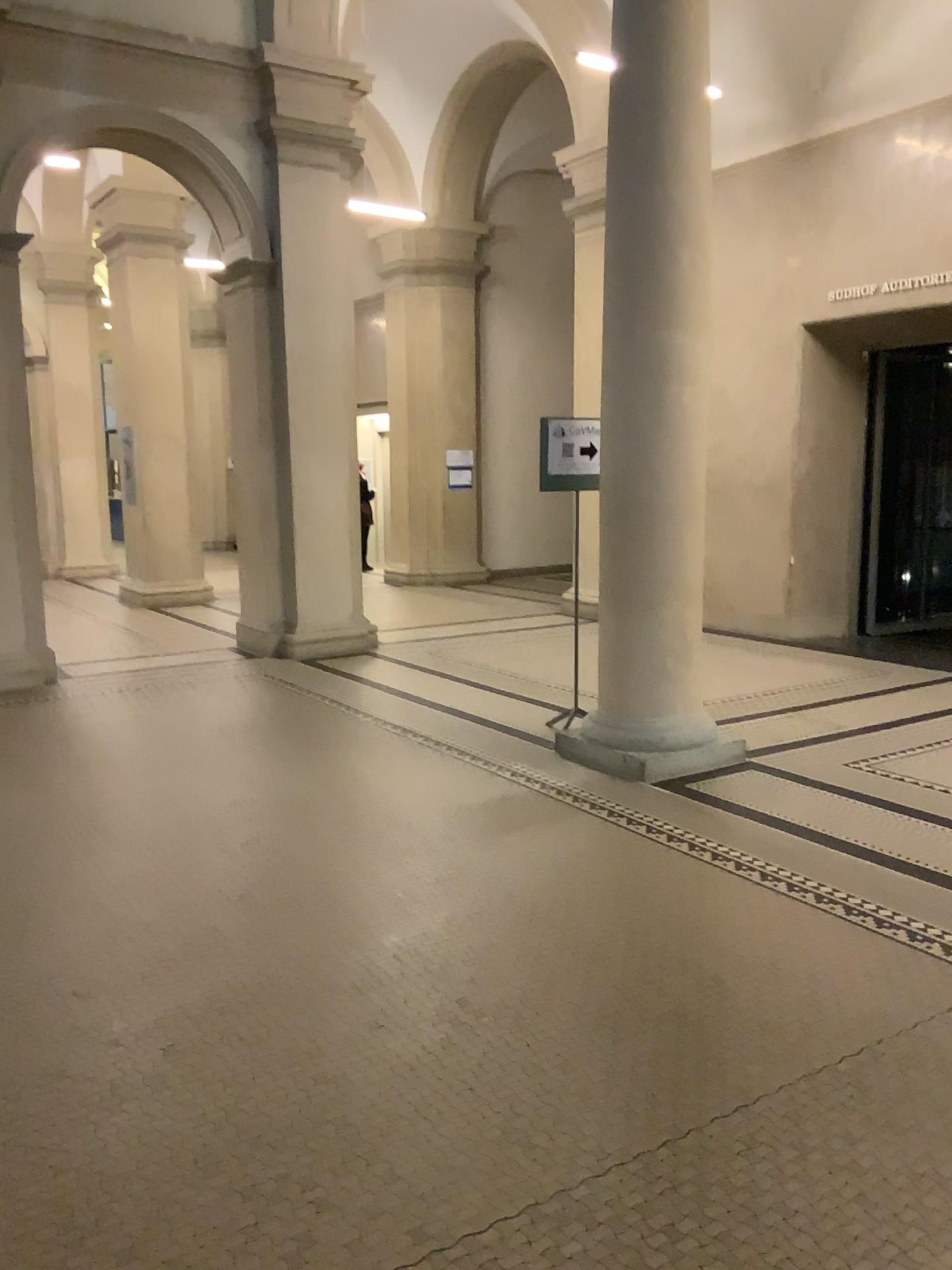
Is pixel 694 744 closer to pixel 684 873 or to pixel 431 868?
pixel 684 873
